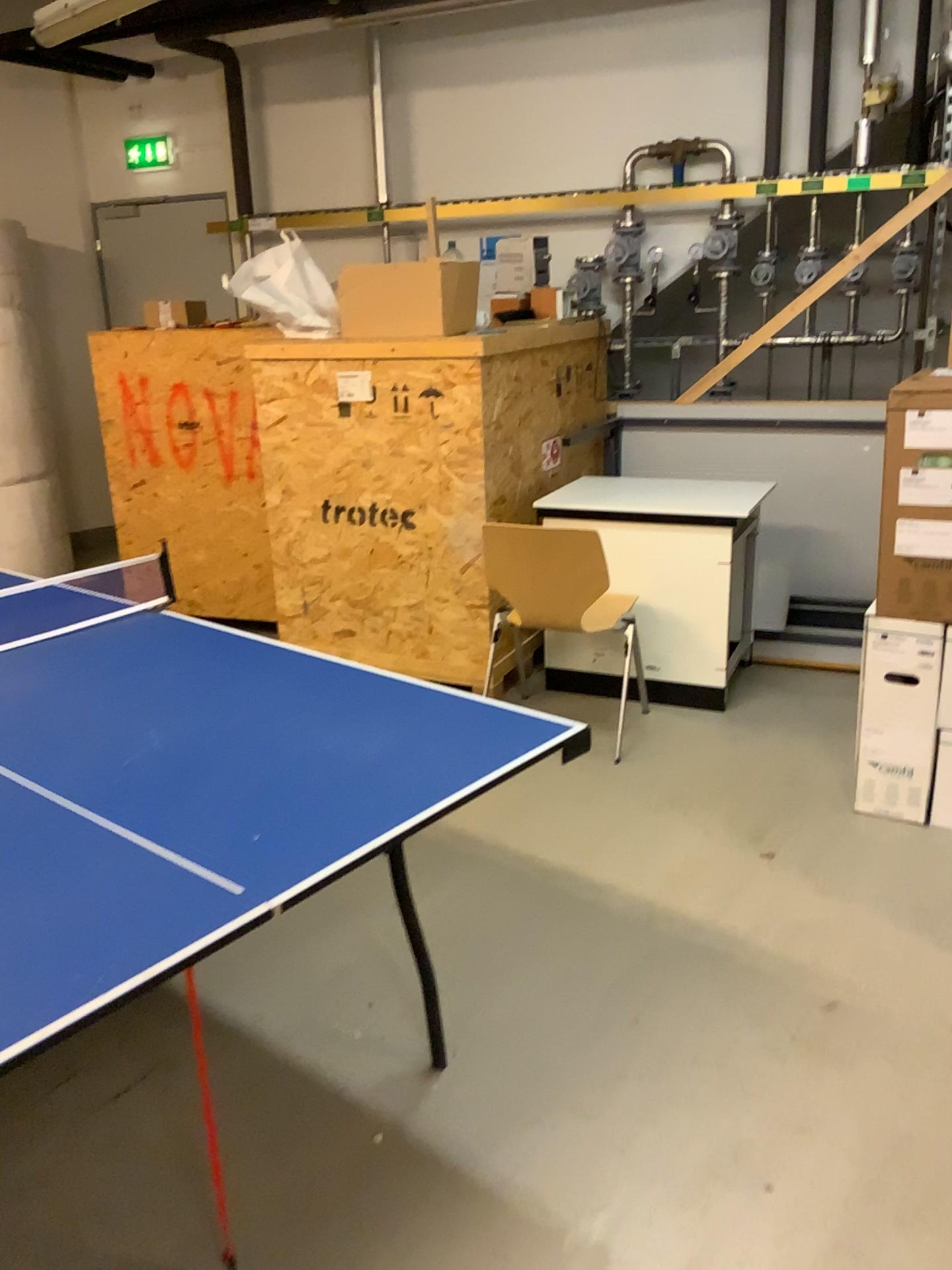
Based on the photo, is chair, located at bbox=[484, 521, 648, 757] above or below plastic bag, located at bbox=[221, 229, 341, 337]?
below

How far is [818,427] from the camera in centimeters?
472cm

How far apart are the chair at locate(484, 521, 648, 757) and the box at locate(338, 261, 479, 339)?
0.9m

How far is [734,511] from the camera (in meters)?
3.76

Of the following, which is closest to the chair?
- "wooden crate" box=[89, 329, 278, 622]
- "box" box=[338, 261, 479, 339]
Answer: "box" box=[338, 261, 479, 339]

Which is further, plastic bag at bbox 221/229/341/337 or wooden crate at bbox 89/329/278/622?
wooden crate at bbox 89/329/278/622

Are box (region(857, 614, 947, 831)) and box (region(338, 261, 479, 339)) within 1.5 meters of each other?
no

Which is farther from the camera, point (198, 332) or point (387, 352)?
point (198, 332)

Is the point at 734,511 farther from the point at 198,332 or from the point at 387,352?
the point at 198,332

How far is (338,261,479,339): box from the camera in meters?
3.8 m
